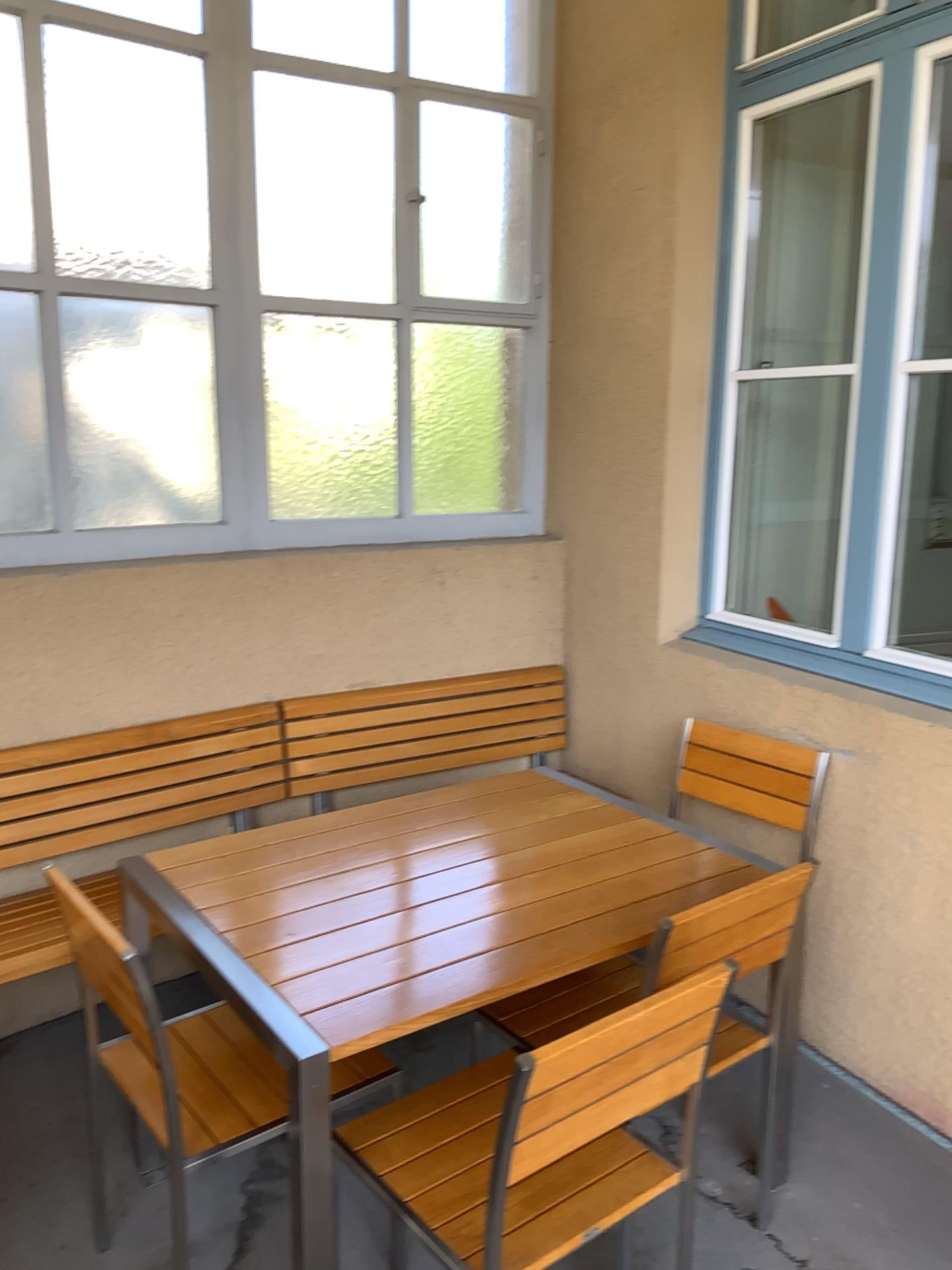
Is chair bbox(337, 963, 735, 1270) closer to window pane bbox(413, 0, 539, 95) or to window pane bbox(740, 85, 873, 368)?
window pane bbox(740, 85, 873, 368)

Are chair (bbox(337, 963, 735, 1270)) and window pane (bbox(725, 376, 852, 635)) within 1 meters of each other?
no

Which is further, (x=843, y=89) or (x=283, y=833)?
(x=843, y=89)

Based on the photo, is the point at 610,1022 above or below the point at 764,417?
below

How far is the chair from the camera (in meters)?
1.50

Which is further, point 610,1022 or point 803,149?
point 803,149

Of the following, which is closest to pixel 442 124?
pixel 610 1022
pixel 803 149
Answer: pixel 803 149

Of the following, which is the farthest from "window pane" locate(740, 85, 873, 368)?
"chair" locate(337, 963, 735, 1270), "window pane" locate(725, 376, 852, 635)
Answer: "chair" locate(337, 963, 735, 1270)

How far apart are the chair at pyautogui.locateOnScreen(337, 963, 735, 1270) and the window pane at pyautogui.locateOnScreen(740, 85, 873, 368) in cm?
220

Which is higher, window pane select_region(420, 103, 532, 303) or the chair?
window pane select_region(420, 103, 532, 303)
